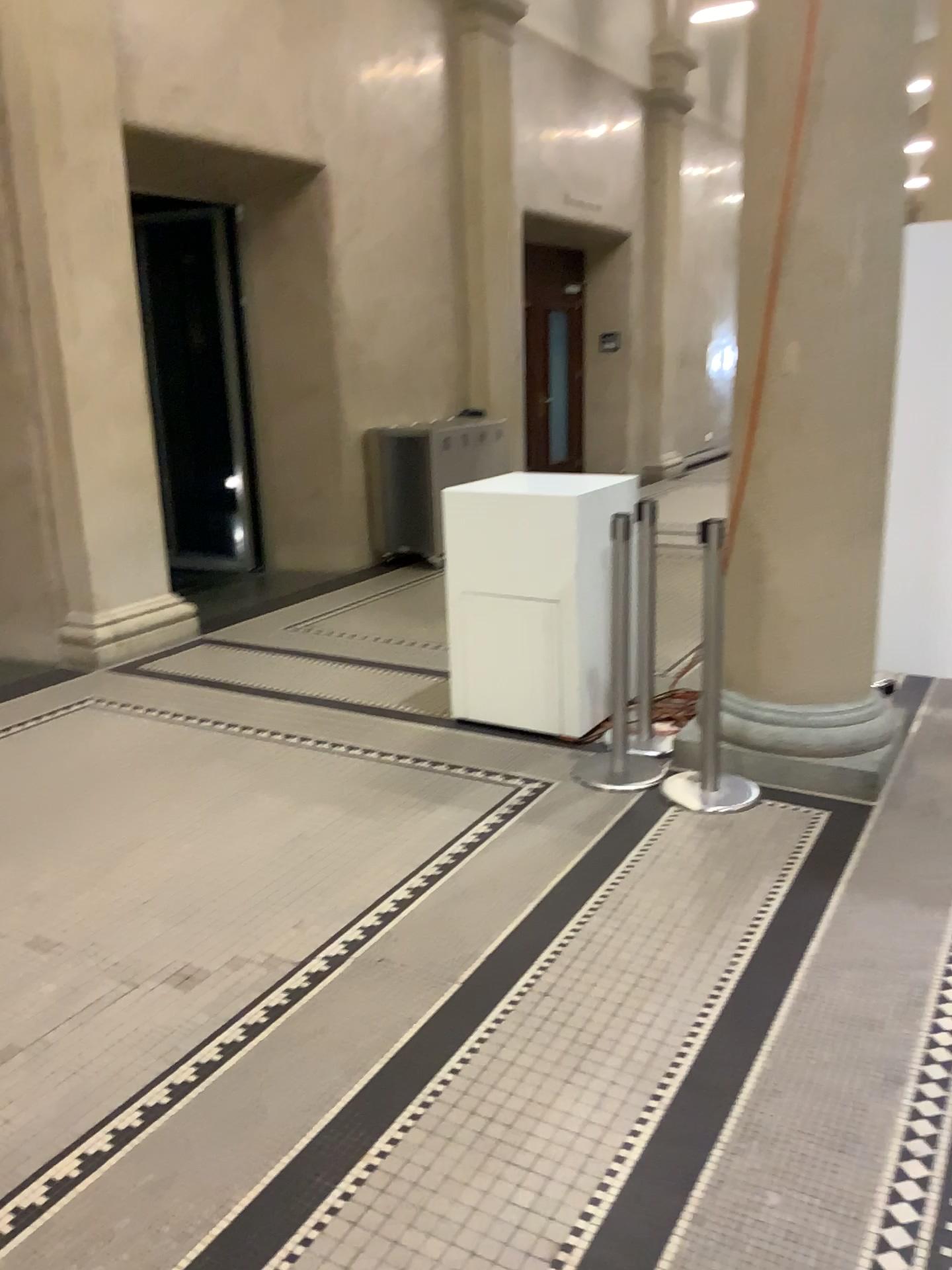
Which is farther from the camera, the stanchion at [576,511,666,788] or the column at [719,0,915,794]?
the stanchion at [576,511,666,788]

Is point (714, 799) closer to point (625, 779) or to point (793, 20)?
point (625, 779)

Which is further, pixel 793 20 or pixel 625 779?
→ pixel 625 779

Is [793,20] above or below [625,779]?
above

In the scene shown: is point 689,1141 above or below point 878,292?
below
